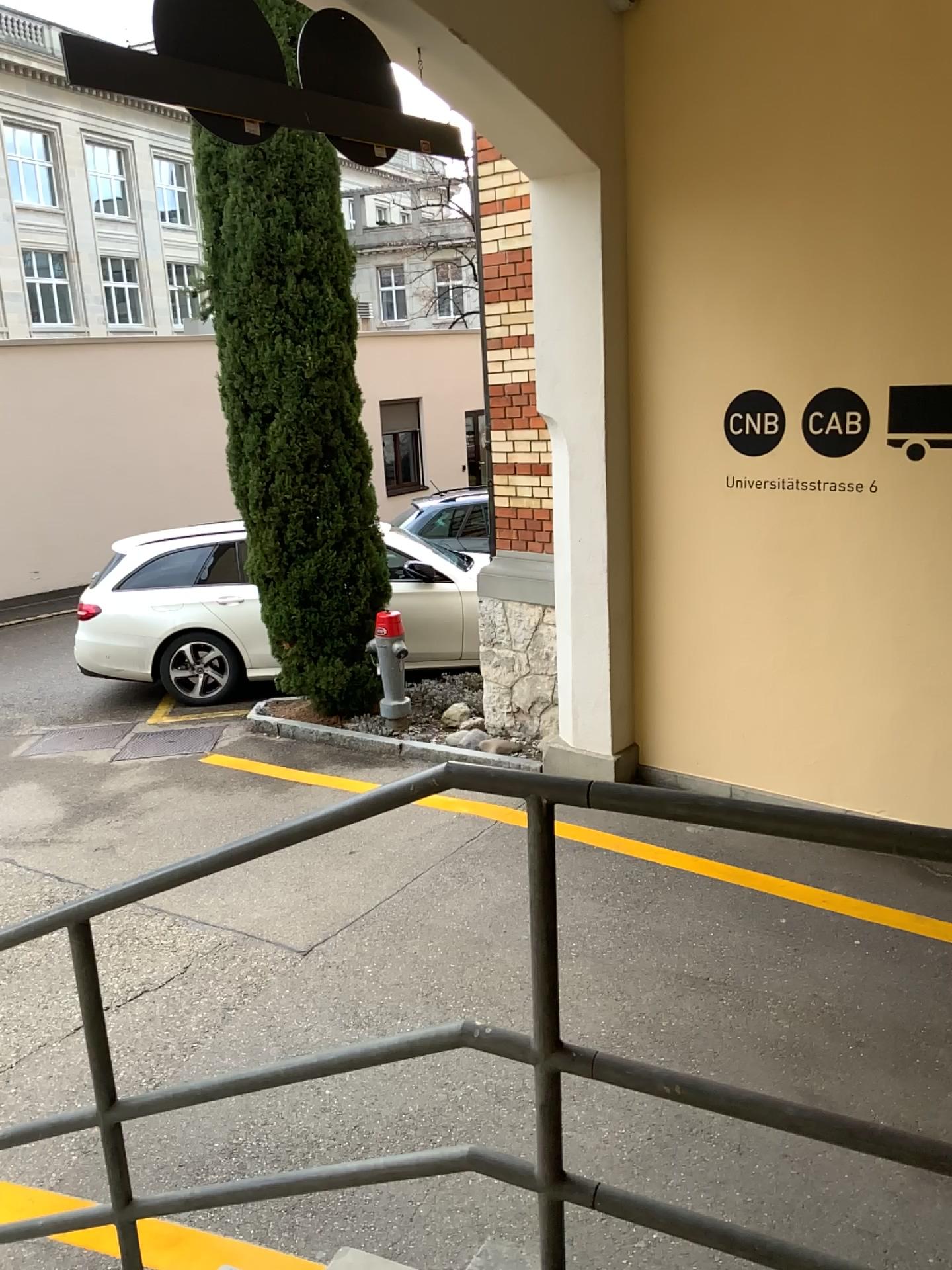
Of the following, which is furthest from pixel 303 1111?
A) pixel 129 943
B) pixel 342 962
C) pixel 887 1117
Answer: pixel 887 1117
